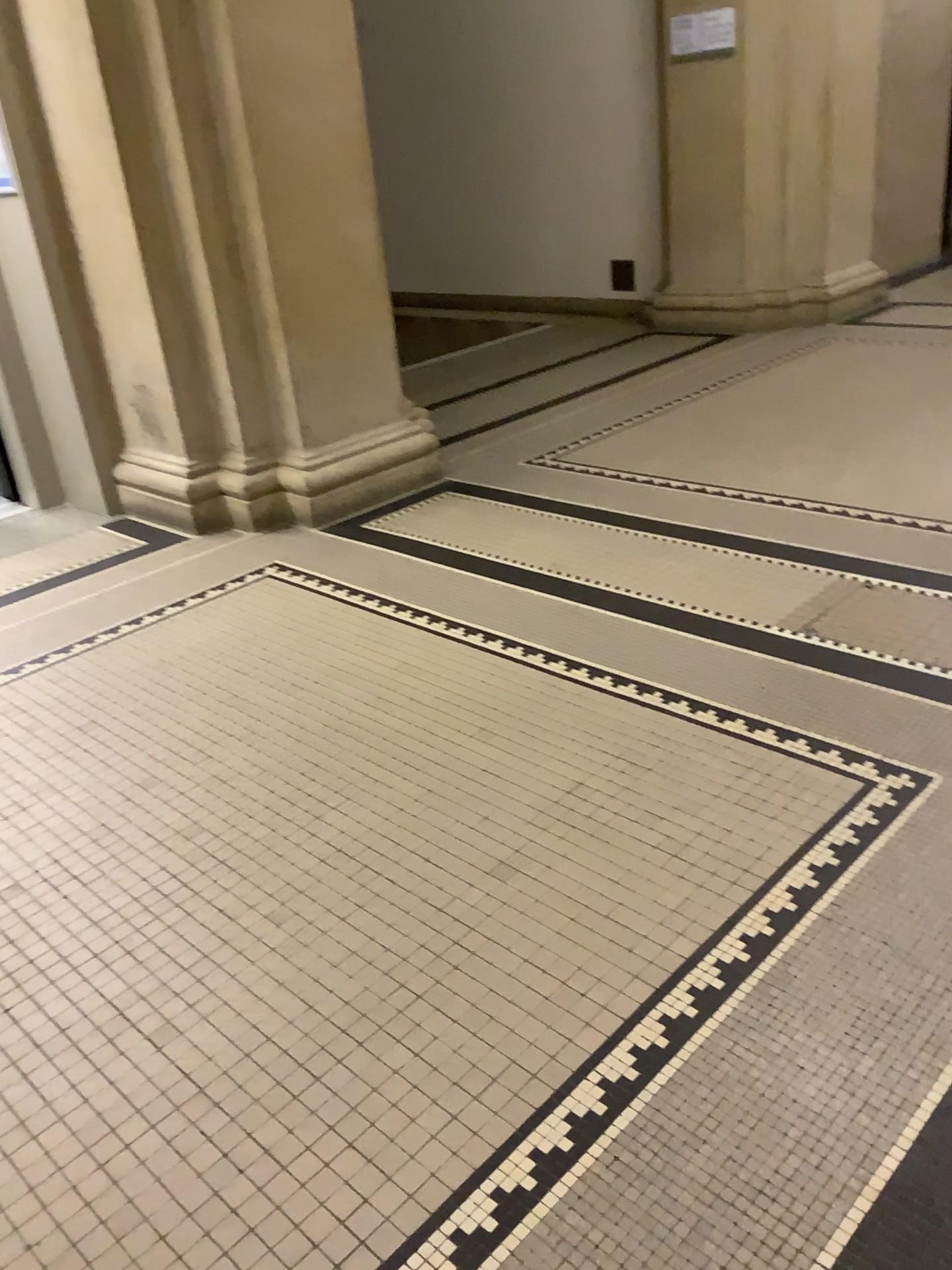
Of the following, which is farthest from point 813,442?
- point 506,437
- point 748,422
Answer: point 506,437
